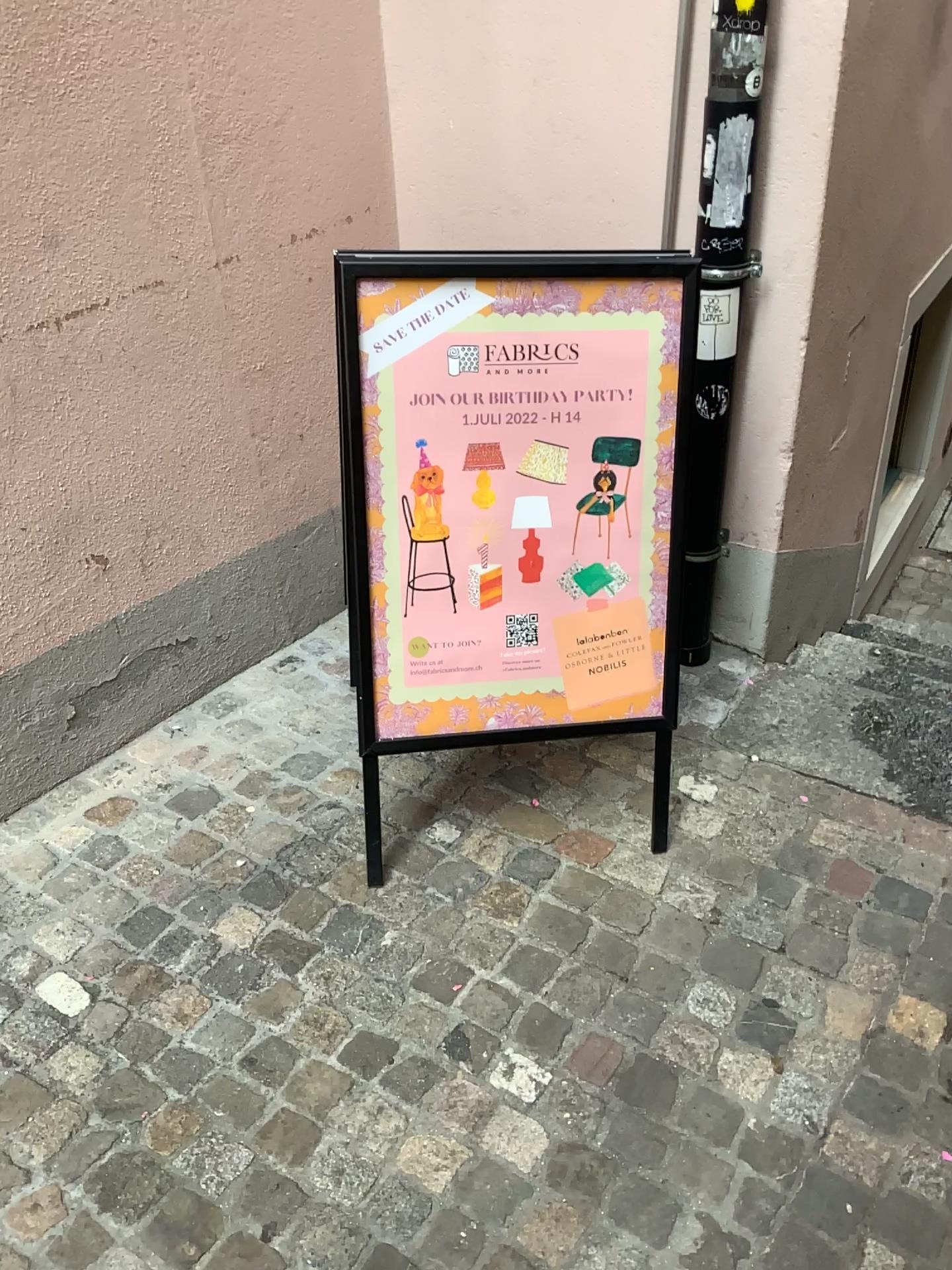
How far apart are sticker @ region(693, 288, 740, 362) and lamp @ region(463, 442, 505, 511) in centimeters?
64cm

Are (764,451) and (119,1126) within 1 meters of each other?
no

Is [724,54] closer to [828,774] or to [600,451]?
[600,451]

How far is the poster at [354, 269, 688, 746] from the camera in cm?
184

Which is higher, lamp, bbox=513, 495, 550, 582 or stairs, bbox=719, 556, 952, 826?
lamp, bbox=513, 495, 550, 582

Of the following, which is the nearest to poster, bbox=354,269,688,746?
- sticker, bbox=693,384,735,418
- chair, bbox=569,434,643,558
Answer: chair, bbox=569,434,643,558

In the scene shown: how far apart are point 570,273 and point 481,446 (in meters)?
0.34

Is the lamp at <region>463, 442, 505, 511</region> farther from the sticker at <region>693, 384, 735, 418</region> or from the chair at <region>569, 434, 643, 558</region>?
the sticker at <region>693, 384, 735, 418</region>

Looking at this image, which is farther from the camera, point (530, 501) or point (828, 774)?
point (828, 774)

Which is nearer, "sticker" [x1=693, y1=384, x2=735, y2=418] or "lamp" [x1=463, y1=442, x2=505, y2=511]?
"lamp" [x1=463, y1=442, x2=505, y2=511]
